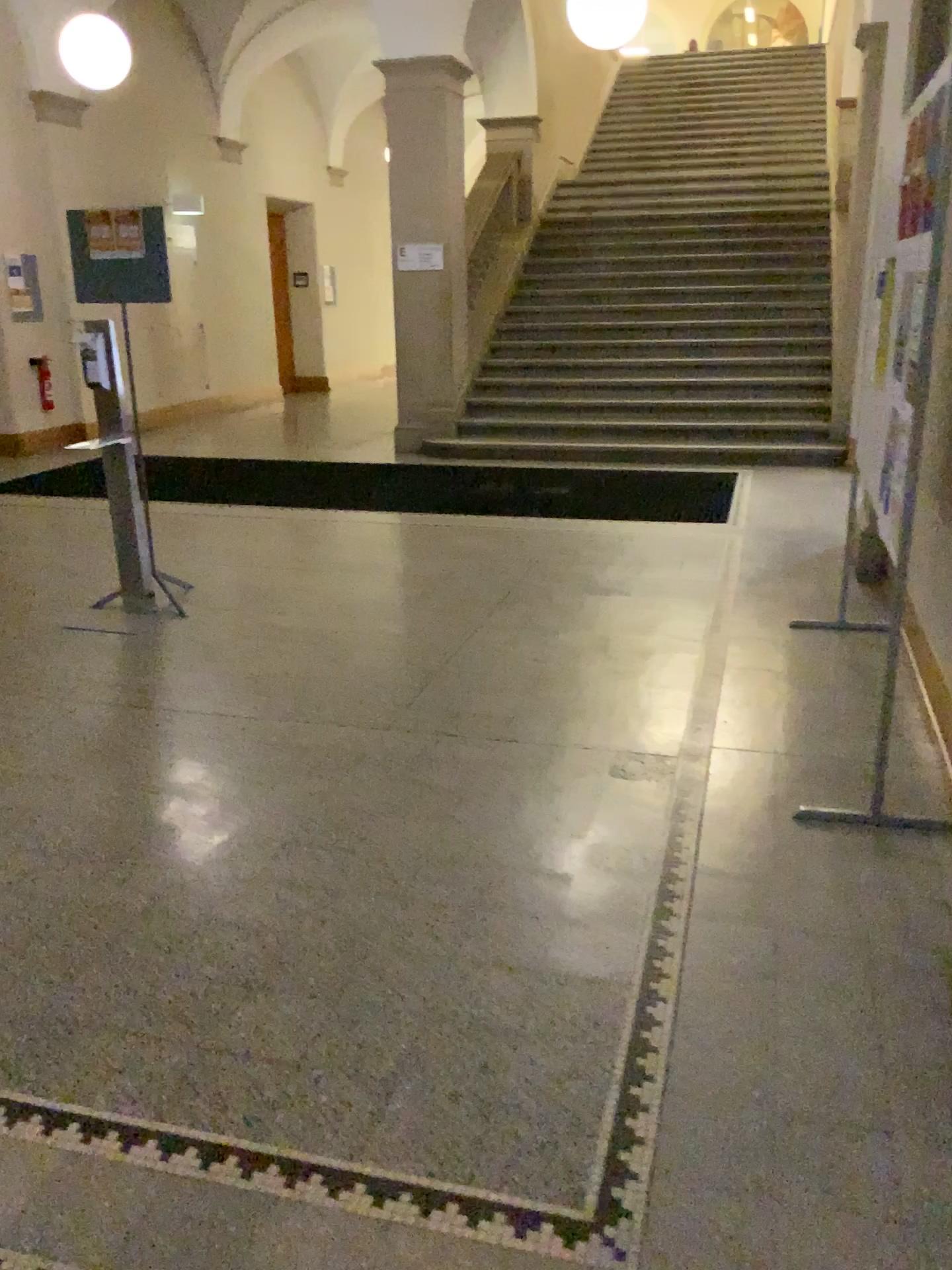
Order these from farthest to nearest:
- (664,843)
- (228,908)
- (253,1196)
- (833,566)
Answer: (833,566), (664,843), (228,908), (253,1196)
